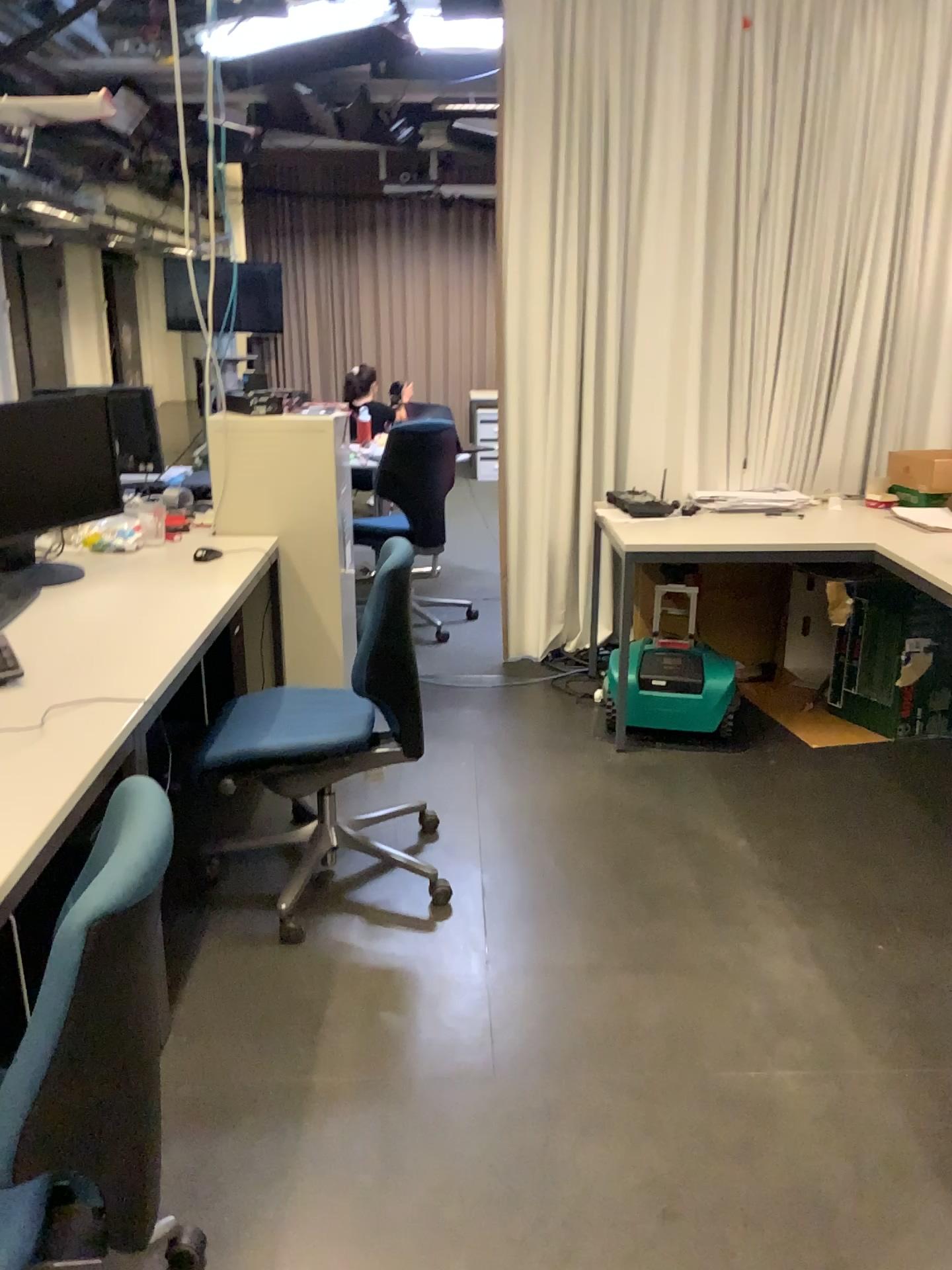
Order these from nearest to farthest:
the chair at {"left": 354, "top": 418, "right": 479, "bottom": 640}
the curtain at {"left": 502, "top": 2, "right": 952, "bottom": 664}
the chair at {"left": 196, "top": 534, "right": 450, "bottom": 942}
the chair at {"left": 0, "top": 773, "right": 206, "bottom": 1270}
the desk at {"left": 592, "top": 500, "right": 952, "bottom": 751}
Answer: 1. the chair at {"left": 0, "top": 773, "right": 206, "bottom": 1270}
2. the chair at {"left": 196, "top": 534, "right": 450, "bottom": 942}
3. the desk at {"left": 592, "top": 500, "right": 952, "bottom": 751}
4. the curtain at {"left": 502, "top": 2, "right": 952, "bottom": 664}
5. the chair at {"left": 354, "top": 418, "right": 479, "bottom": 640}

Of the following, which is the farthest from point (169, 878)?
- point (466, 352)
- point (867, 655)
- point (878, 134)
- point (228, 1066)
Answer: point (466, 352)

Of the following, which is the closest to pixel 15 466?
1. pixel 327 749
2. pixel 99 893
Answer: pixel 327 749

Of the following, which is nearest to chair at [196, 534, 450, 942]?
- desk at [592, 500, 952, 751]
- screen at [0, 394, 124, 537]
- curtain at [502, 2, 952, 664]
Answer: screen at [0, 394, 124, 537]

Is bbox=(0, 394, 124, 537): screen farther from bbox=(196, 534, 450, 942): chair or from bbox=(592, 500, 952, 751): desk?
bbox=(592, 500, 952, 751): desk

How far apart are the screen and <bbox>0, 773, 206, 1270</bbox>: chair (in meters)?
1.70

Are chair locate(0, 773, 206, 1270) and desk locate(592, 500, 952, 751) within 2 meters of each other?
no

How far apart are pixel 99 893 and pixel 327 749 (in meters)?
1.45

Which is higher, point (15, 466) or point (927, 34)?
point (927, 34)

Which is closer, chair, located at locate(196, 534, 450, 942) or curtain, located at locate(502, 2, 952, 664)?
chair, located at locate(196, 534, 450, 942)
